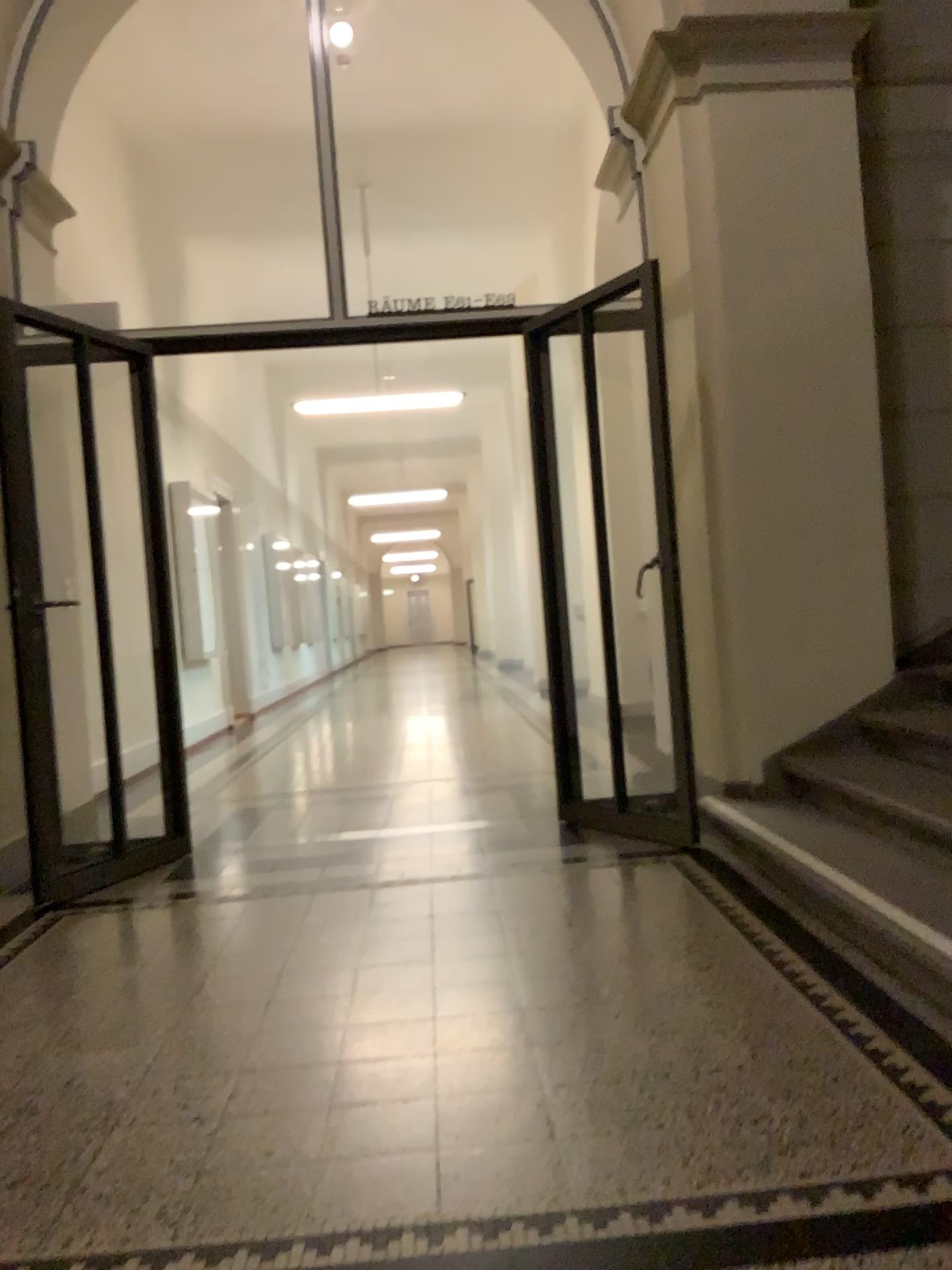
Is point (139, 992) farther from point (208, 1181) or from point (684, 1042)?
point (684, 1042)
